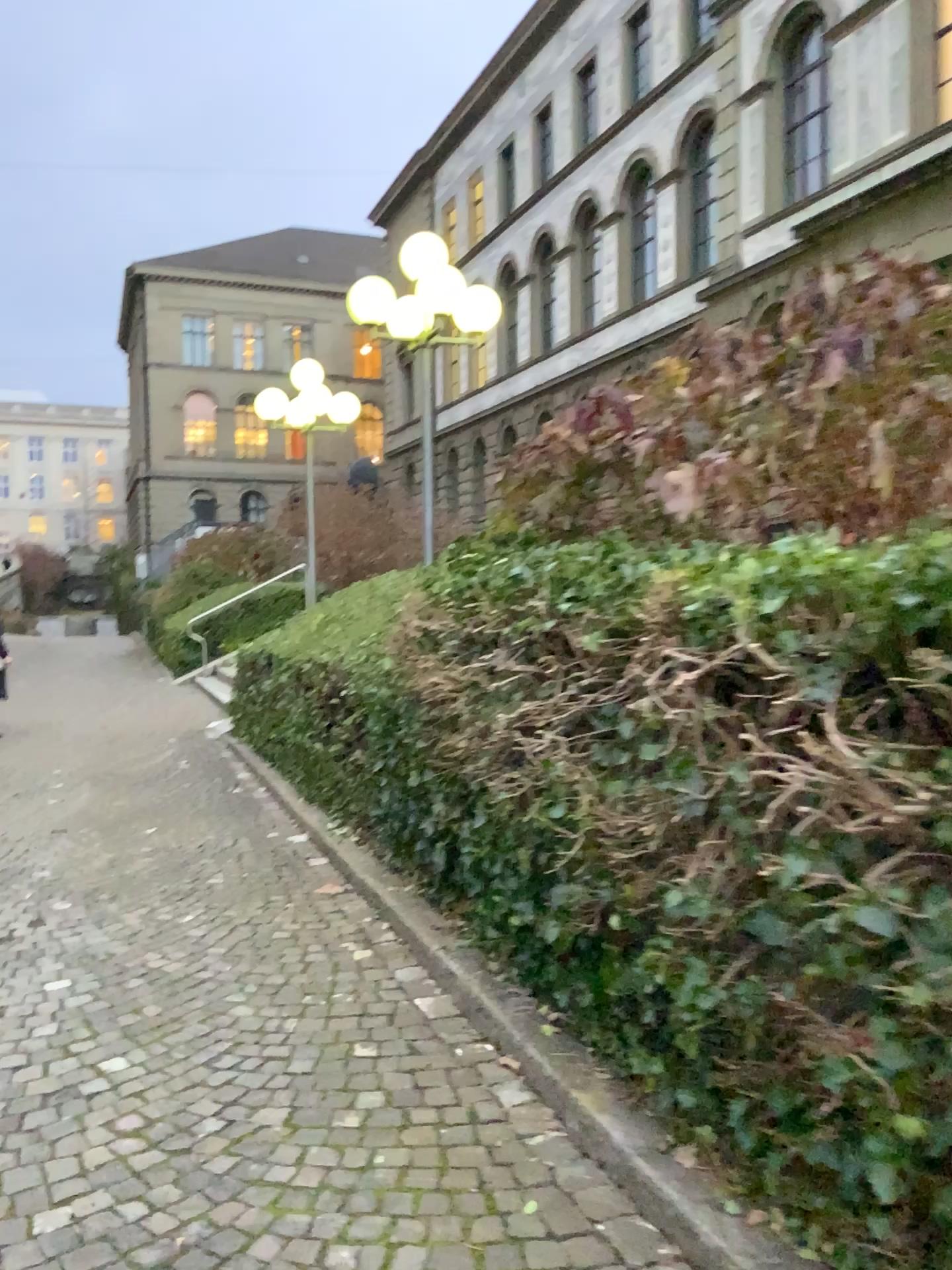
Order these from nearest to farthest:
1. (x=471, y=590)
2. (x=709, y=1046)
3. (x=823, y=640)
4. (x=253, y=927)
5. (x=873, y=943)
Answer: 1. (x=873, y=943)
2. (x=823, y=640)
3. (x=709, y=1046)
4. (x=471, y=590)
5. (x=253, y=927)
